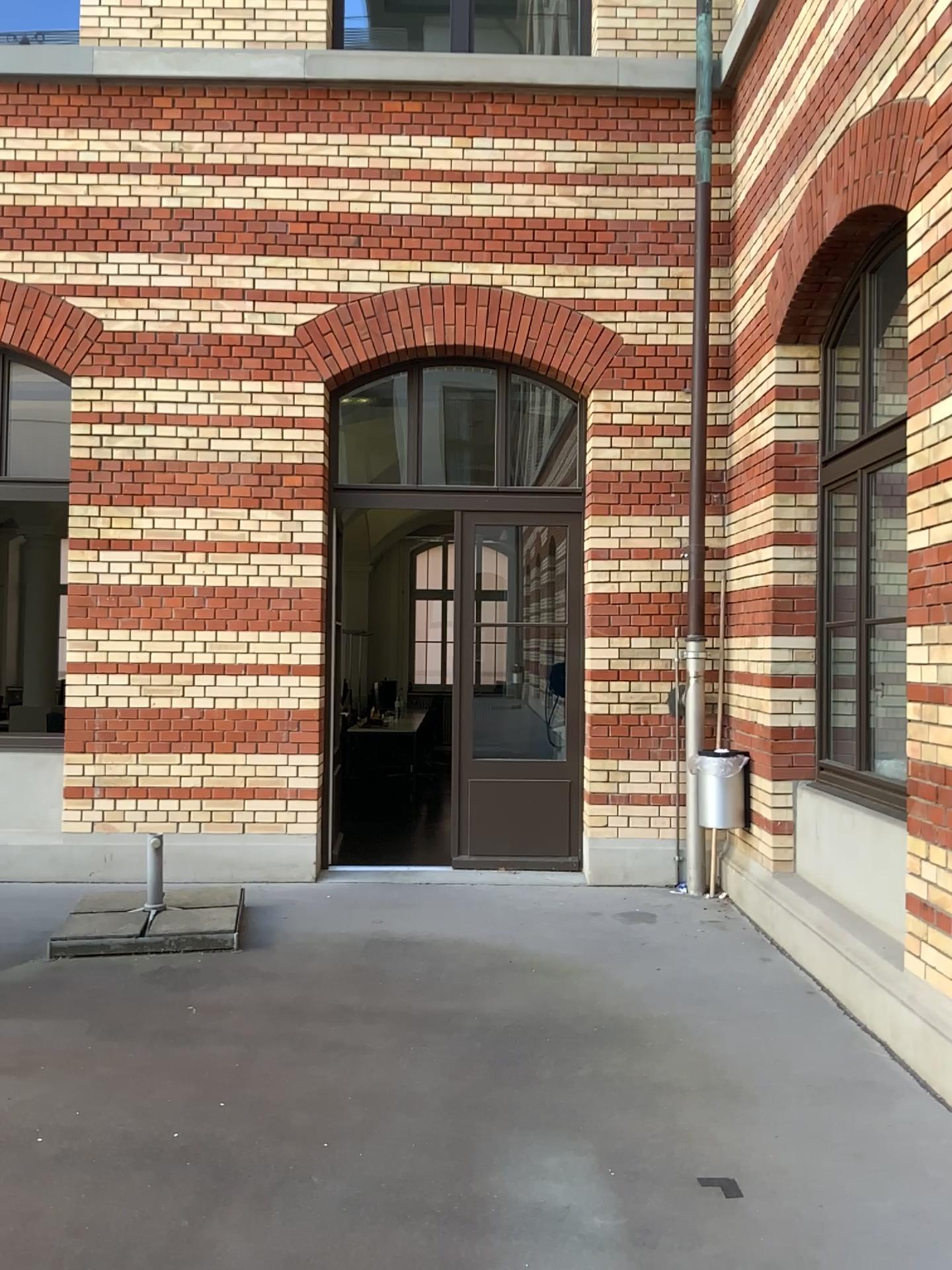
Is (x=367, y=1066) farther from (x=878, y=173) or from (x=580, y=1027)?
(x=878, y=173)
